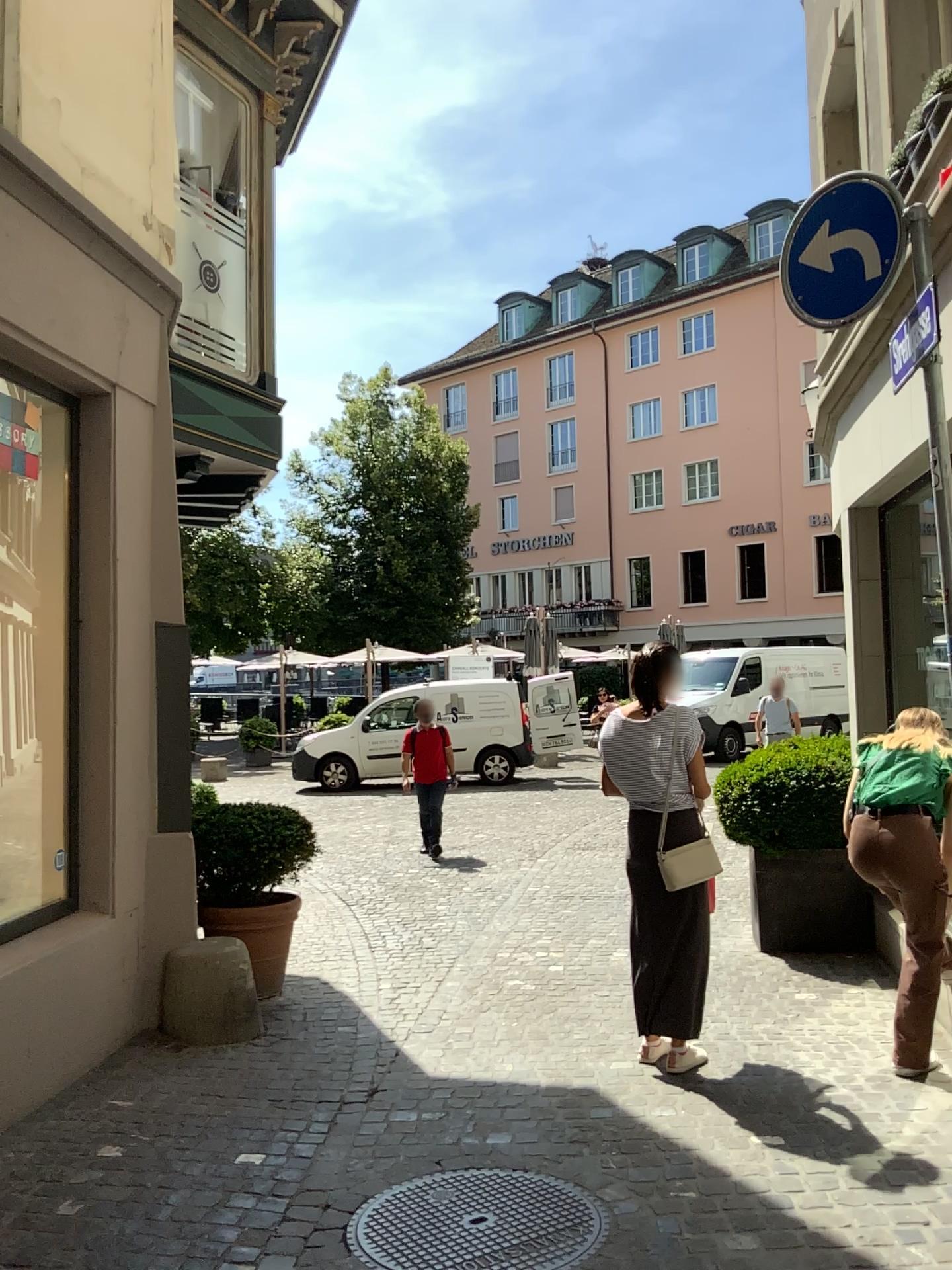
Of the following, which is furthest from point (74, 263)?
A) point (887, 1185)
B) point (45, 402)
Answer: point (887, 1185)
